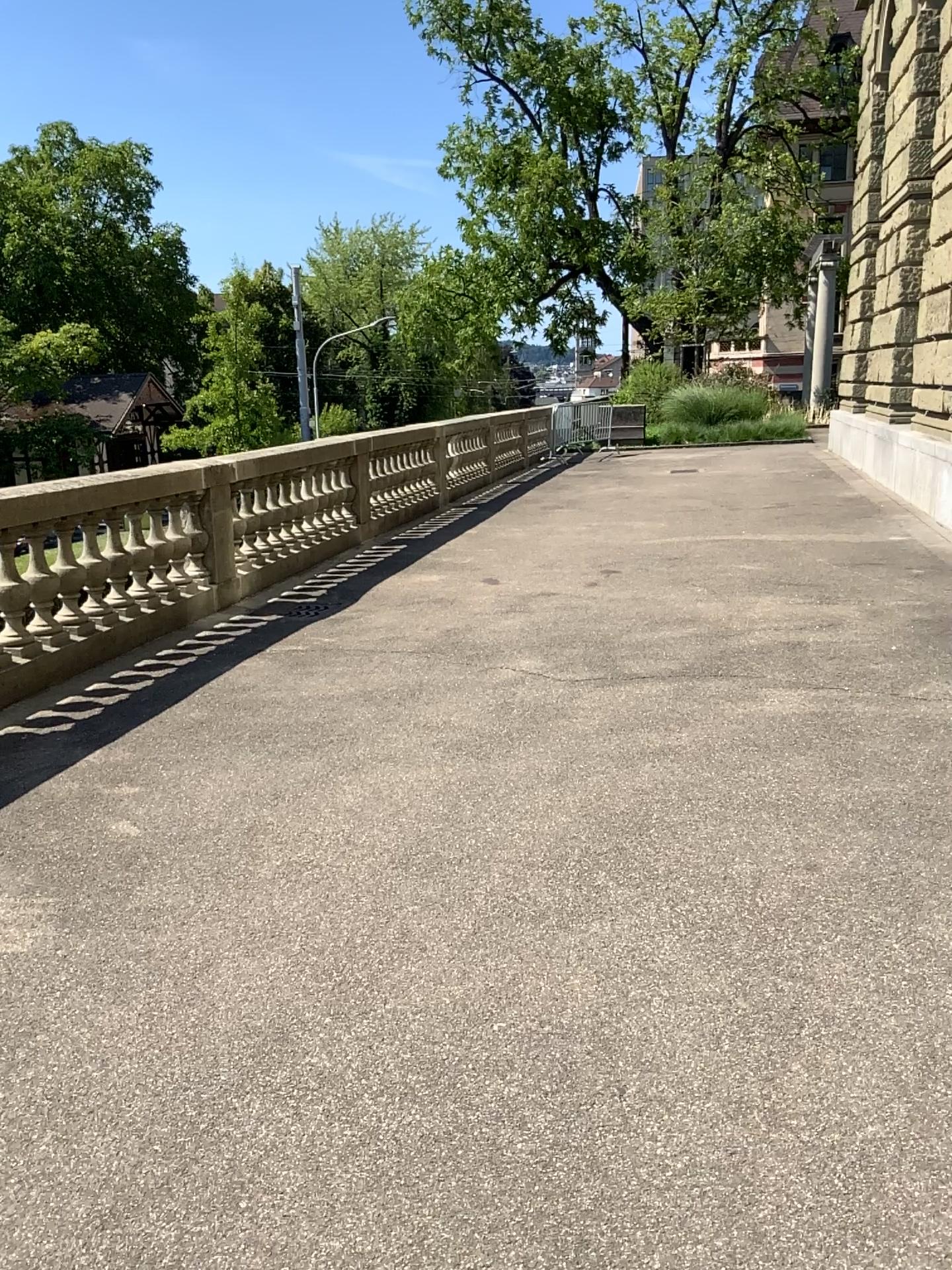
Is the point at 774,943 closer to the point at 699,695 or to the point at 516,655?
the point at 699,695
